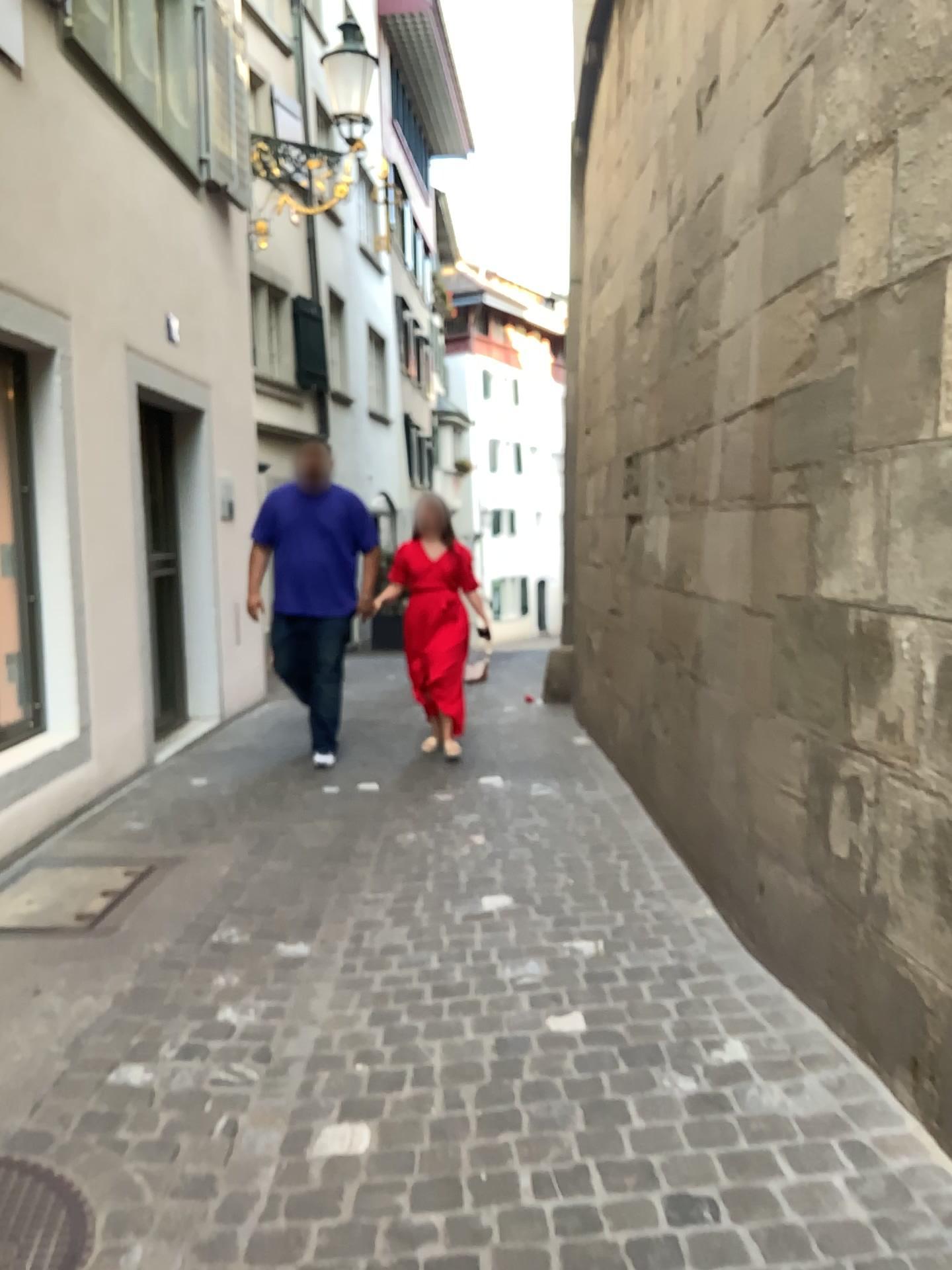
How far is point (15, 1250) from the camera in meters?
1.9 m

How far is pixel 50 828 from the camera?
4.5m

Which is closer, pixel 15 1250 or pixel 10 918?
pixel 15 1250

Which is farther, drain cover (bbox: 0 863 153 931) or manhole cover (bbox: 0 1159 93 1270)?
drain cover (bbox: 0 863 153 931)

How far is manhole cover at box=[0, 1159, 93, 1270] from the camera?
1.90m
